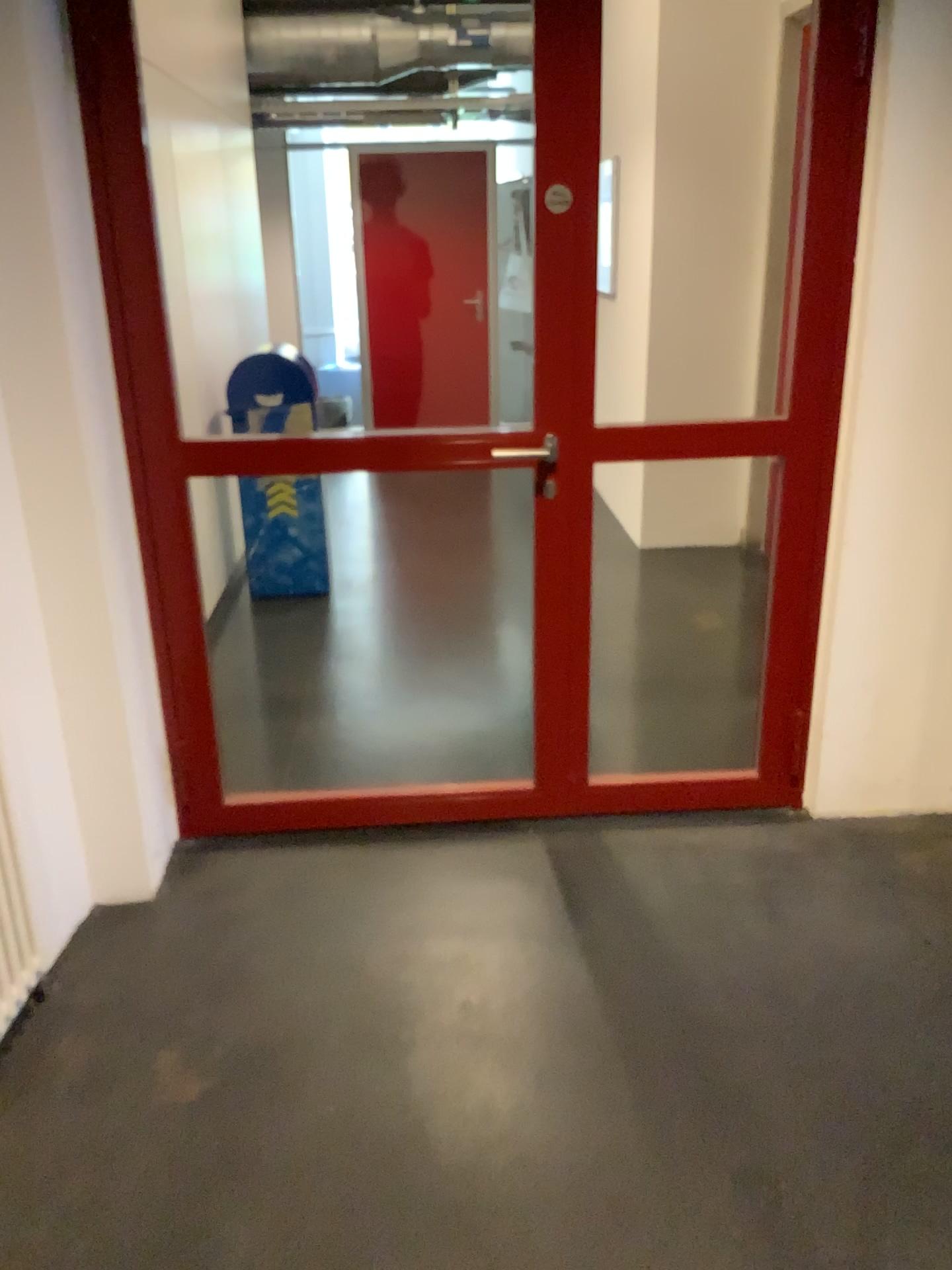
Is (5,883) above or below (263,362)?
below

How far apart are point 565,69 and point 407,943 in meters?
2.0 m

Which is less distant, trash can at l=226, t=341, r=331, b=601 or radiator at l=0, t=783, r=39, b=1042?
radiator at l=0, t=783, r=39, b=1042

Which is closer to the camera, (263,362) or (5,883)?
(5,883)
